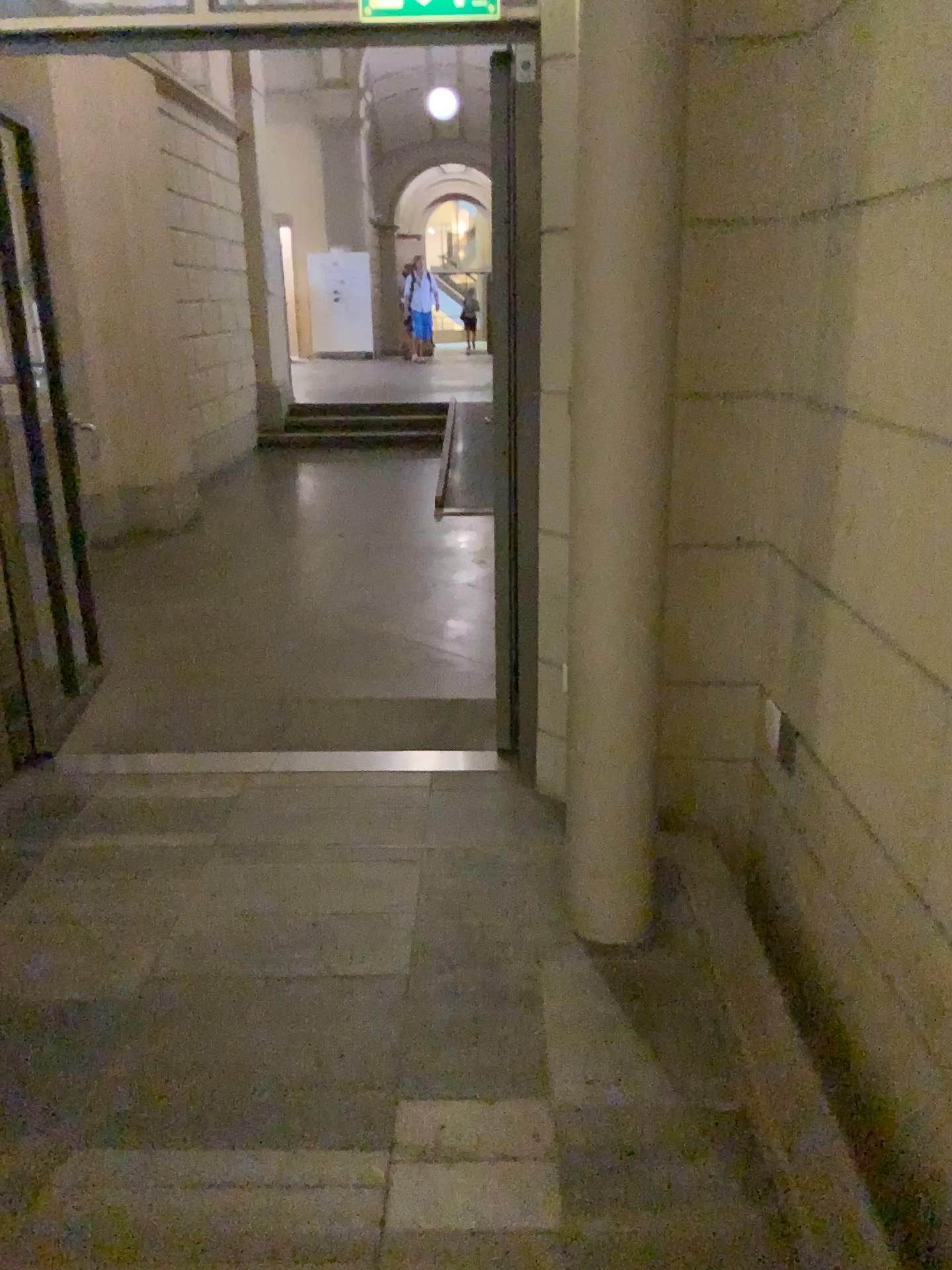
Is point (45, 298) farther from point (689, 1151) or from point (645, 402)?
point (689, 1151)
